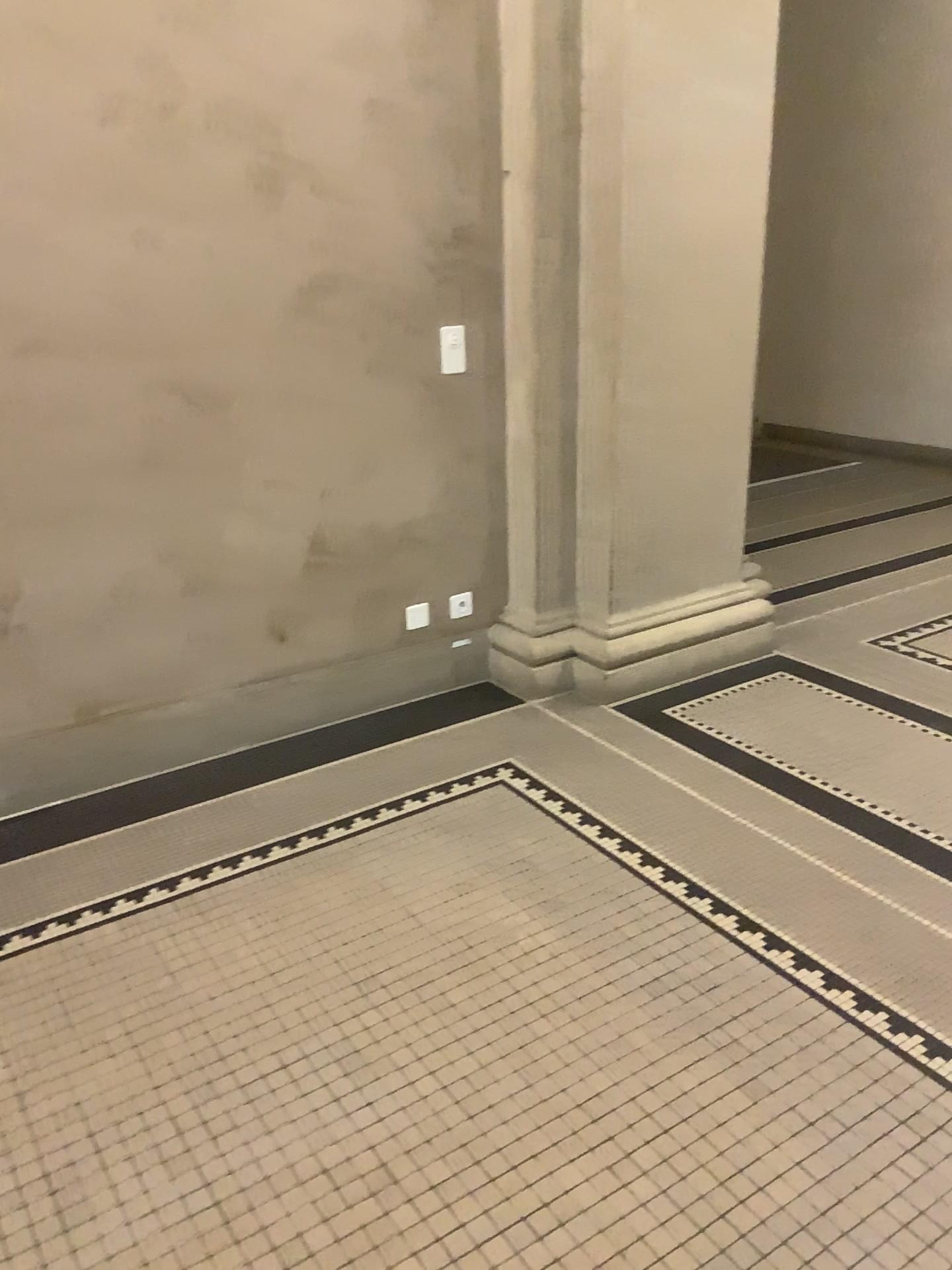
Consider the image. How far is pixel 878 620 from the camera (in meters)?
4.22

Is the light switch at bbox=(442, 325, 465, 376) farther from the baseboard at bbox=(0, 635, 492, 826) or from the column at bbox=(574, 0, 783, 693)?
the baseboard at bbox=(0, 635, 492, 826)

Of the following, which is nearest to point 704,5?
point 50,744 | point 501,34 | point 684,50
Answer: point 684,50

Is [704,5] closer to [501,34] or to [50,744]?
[501,34]

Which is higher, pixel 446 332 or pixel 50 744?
pixel 446 332

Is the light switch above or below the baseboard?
above

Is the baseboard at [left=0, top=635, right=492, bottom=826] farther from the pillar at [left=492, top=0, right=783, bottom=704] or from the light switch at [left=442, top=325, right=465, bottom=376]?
the light switch at [left=442, top=325, right=465, bottom=376]

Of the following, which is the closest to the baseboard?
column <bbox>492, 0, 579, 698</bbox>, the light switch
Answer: column <bbox>492, 0, 579, 698</bbox>

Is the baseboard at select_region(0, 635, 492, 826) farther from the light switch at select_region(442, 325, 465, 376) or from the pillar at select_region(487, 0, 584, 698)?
the light switch at select_region(442, 325, 465, 376)
